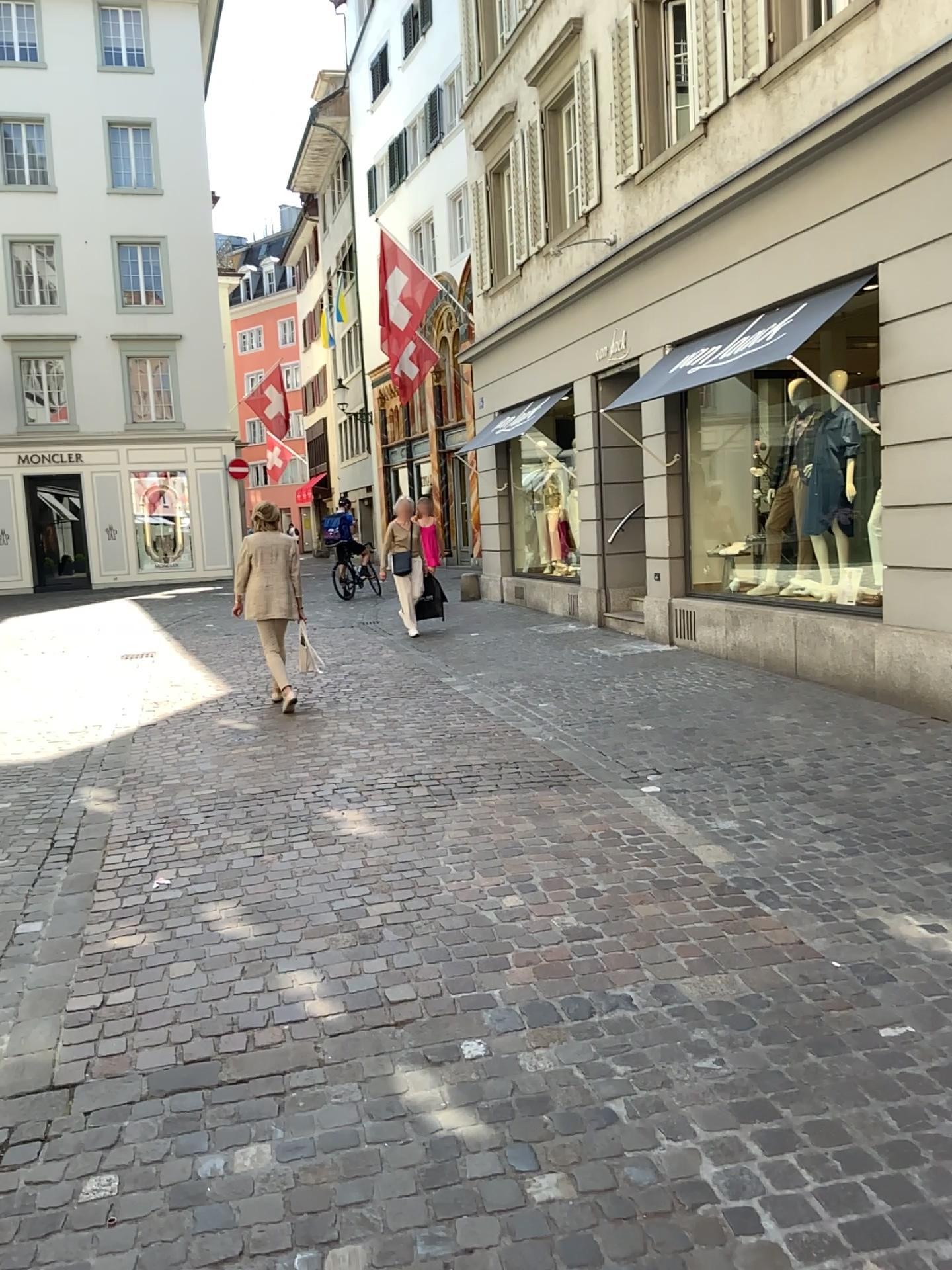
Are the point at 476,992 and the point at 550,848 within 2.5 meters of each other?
yes
